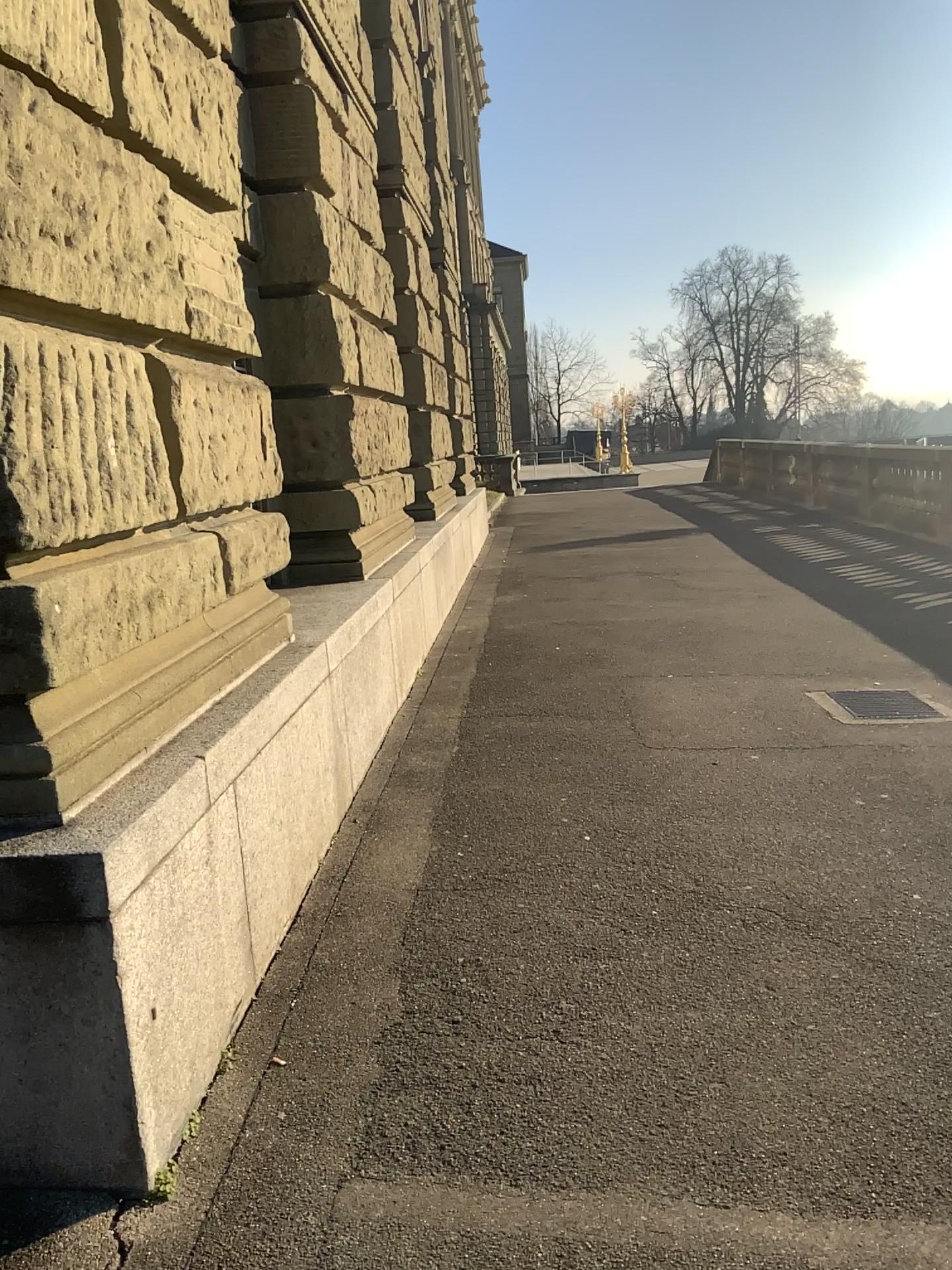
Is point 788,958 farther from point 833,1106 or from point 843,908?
point 833,1106
